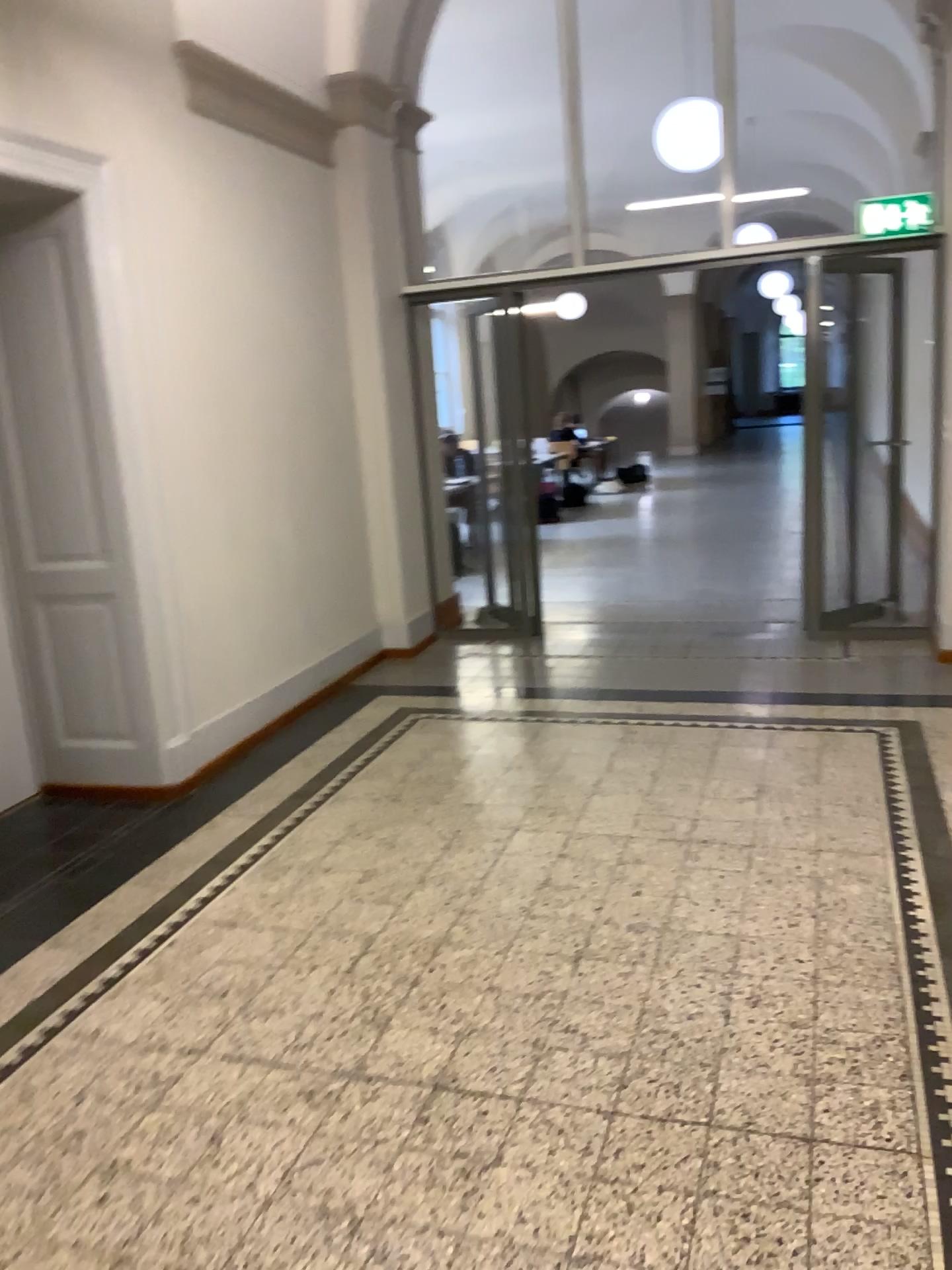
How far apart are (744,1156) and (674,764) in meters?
2.3 m
